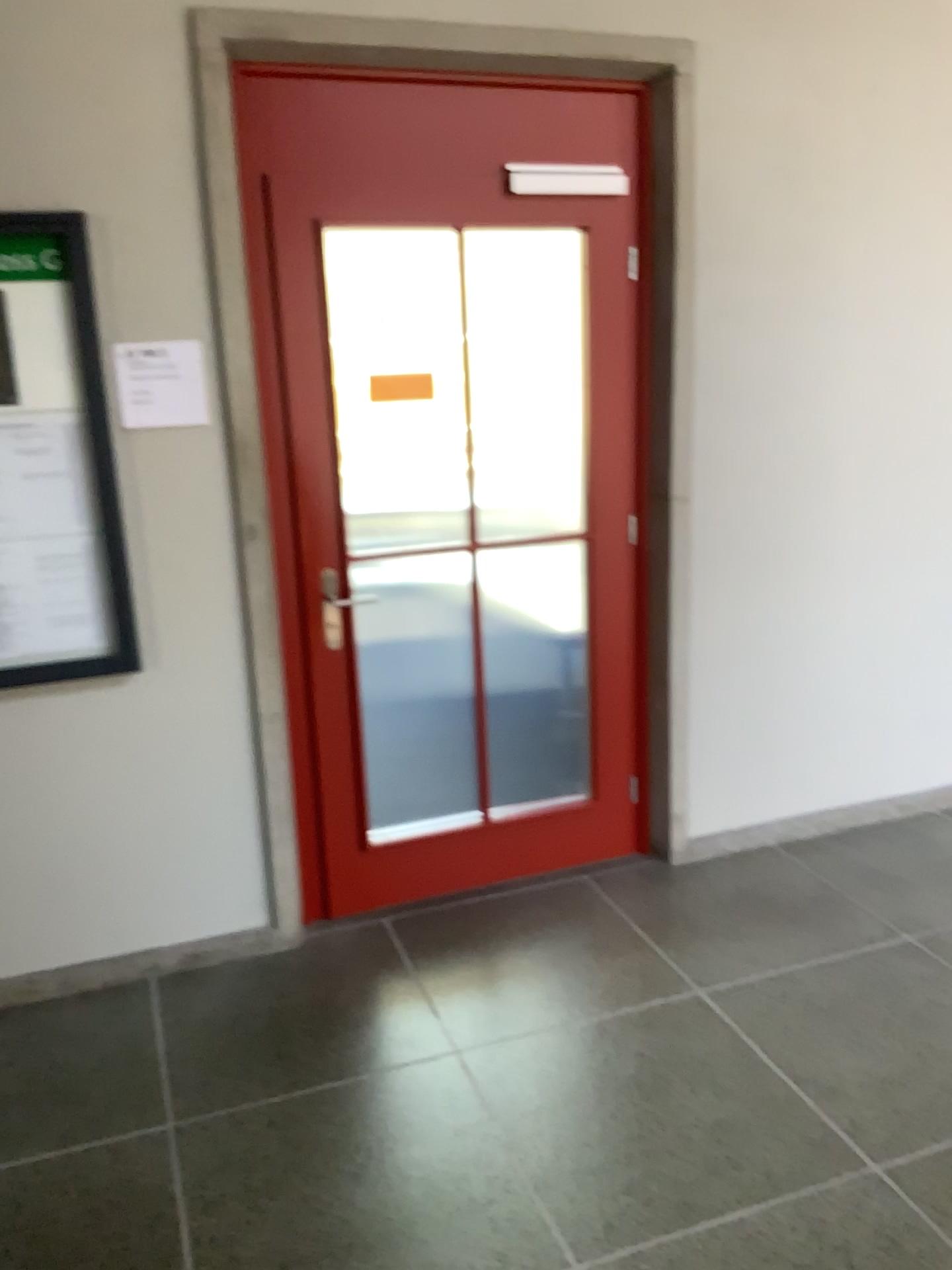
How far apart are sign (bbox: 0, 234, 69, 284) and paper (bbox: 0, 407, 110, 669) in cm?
33

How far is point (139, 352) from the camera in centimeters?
266cm

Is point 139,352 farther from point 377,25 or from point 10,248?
point 377,25

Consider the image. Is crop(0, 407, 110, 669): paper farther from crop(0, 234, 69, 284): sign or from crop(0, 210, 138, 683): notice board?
crop(0, 234, 69, 284): sign

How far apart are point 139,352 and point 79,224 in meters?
0.3 m

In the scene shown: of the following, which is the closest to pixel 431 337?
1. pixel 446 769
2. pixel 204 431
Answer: pixel 204 431

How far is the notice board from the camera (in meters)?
2.54

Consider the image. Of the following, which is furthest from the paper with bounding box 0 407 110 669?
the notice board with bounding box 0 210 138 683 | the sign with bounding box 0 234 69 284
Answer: the sign with bounding box 0 234 69 284

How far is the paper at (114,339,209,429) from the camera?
2.7 meters

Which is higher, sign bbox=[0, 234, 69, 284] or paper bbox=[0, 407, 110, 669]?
sign bbox=[0, 234, 69, 284]
